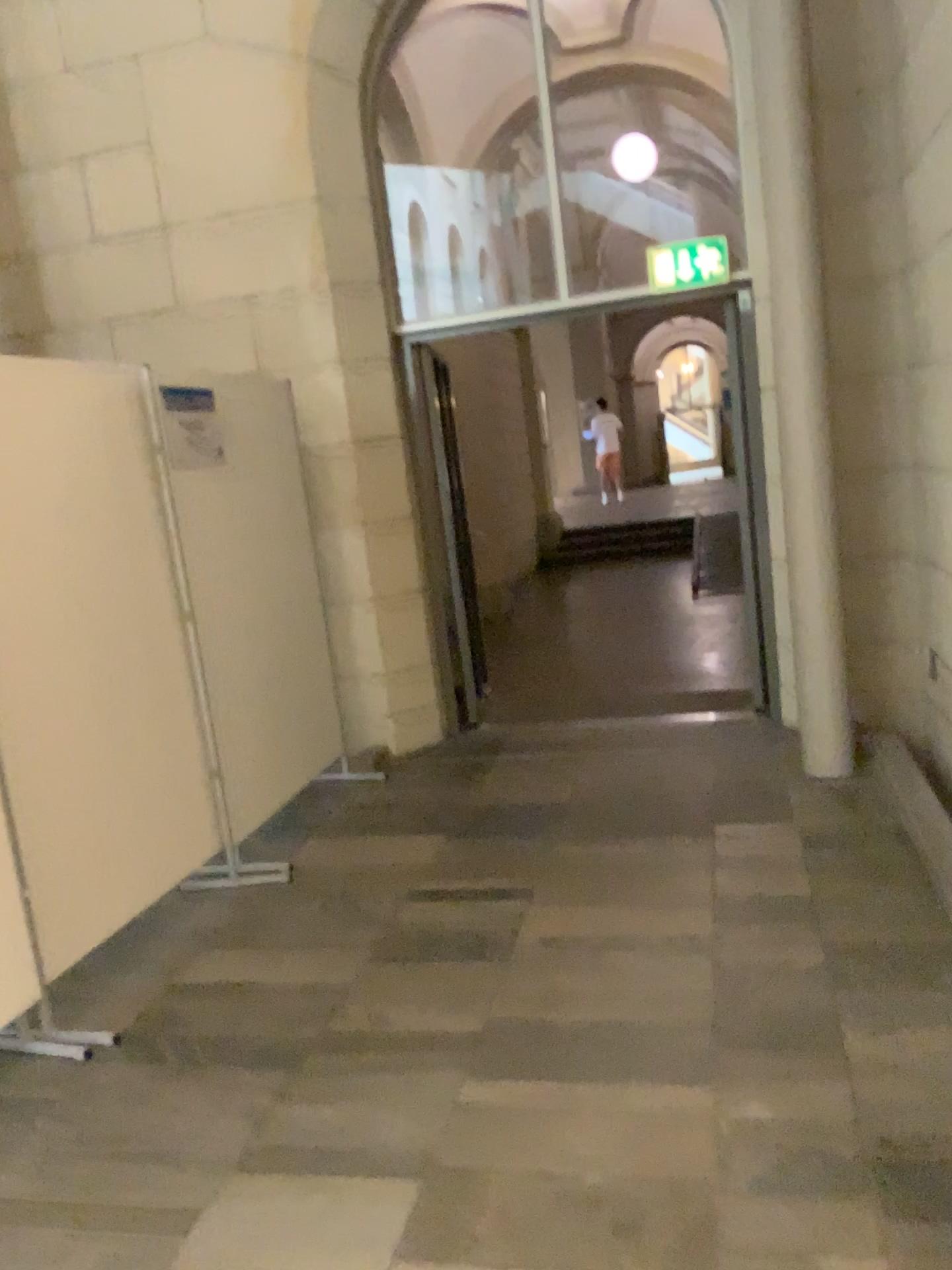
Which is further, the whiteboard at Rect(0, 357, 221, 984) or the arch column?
the arch column

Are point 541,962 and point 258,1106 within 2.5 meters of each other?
yes

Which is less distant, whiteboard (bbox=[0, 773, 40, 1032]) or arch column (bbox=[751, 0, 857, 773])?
whiteboard (bbox=[0, 773, 40, 1032])

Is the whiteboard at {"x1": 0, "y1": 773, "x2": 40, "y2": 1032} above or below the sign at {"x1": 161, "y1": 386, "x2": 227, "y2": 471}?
below

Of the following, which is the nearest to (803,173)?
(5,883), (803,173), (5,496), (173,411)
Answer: (803,173)

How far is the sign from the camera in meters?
3.8 m

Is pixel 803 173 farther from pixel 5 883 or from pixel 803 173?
pixel 5 883

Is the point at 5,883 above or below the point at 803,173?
below

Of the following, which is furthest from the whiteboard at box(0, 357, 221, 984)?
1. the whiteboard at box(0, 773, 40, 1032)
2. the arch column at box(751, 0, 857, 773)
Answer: the arch column at box(751, 0, 857, 773)

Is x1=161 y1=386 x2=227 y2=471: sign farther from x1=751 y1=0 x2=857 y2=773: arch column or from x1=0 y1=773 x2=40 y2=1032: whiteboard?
x1=751 y1=0 x2=857 y2=773: arch column
